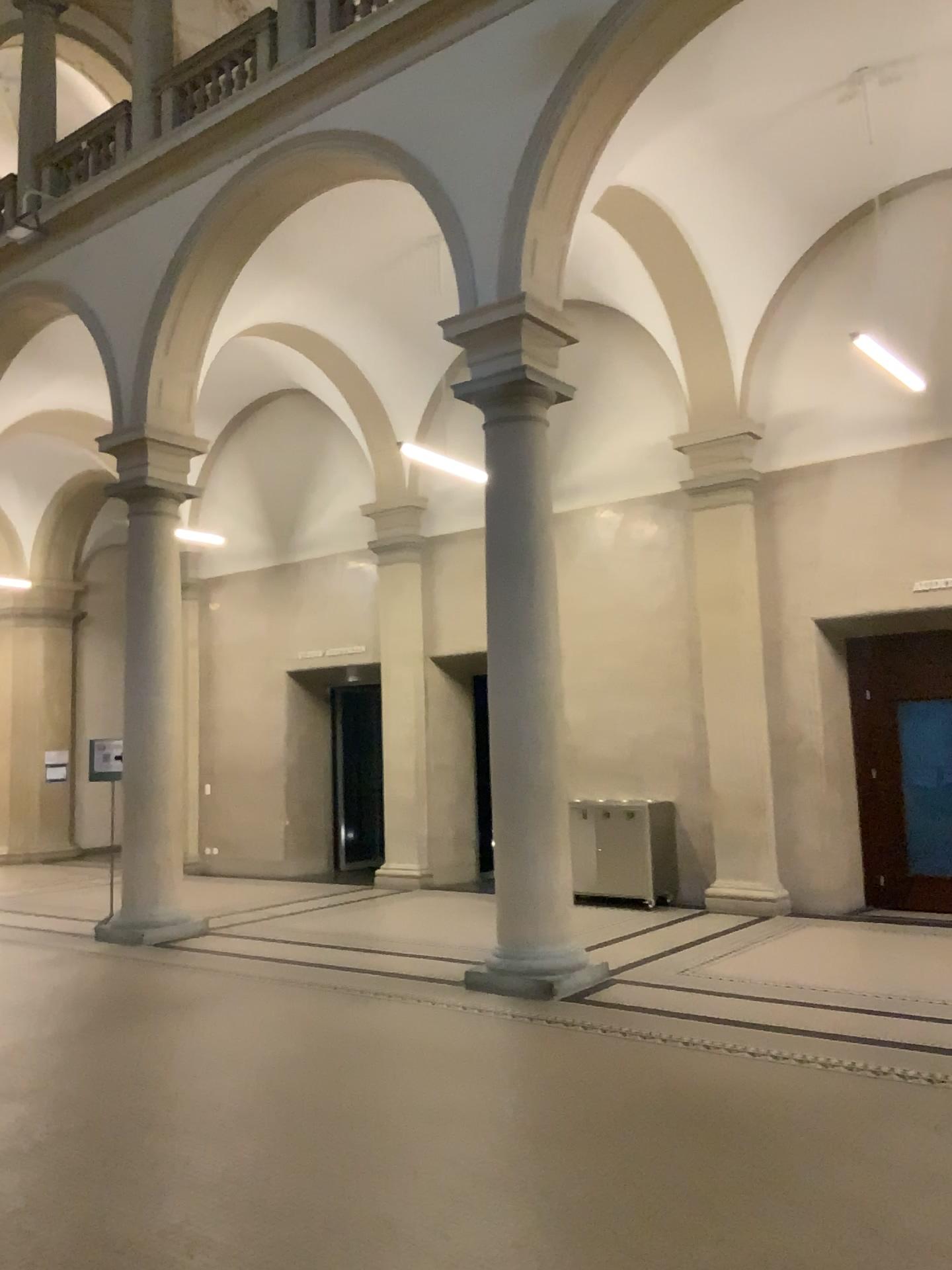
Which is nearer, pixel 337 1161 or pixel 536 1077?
pixel 337 1161
